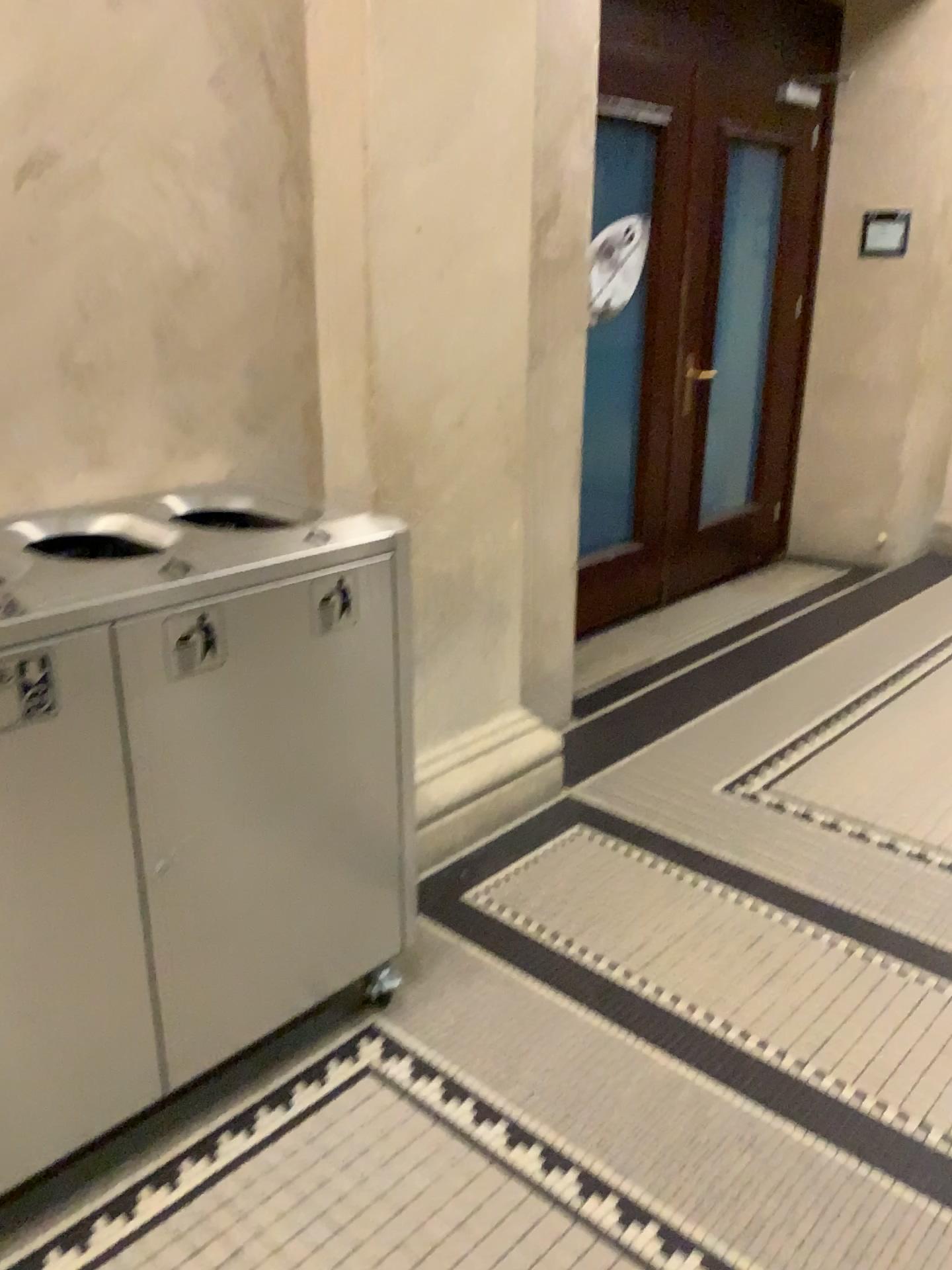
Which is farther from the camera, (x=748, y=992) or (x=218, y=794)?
(x=748, y=992)

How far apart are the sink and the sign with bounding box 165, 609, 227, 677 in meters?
0.3

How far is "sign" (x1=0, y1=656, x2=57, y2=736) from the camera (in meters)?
1.42

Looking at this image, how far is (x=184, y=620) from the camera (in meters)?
1.60

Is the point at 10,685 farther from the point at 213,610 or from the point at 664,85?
the point at 664,85

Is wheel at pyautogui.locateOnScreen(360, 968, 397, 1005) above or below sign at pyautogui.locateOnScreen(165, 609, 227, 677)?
below

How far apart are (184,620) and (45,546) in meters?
0.4

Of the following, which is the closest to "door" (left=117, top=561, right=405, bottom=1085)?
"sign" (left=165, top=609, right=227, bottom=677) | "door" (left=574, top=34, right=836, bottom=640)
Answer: "sign" (left=165, top=609, right=227, bottom=677)

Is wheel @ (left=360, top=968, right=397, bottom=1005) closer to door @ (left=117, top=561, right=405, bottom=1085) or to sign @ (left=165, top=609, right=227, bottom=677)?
door @ (left=117, top=561, right=405, bottom=1085)

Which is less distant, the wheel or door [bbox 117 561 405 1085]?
door [bbox 117 561 405 1085]
